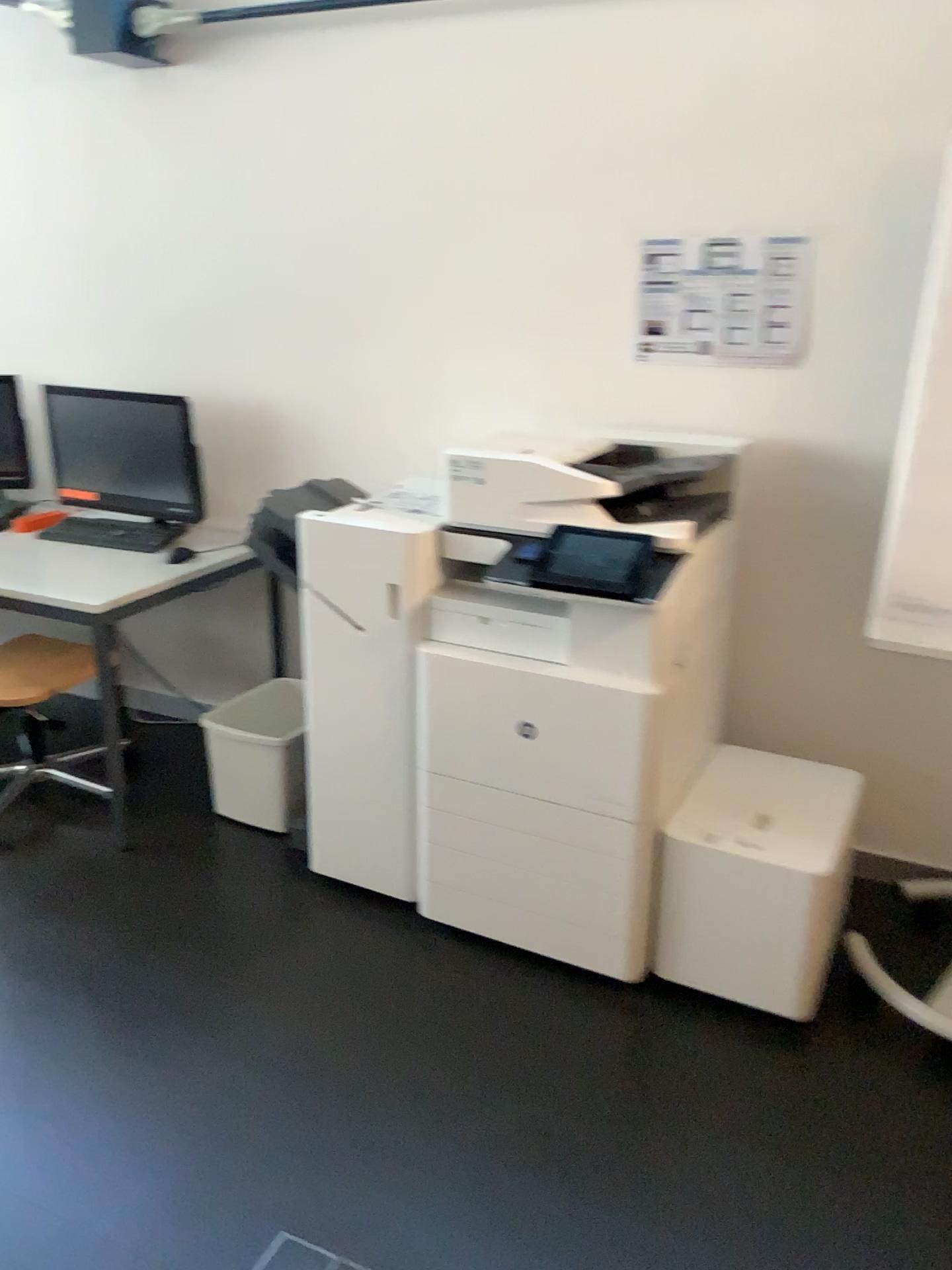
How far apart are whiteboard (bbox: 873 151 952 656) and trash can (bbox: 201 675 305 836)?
1.6 meters

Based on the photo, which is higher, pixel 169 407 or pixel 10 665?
pixel 169 407

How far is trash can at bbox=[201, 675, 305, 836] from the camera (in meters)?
3.12

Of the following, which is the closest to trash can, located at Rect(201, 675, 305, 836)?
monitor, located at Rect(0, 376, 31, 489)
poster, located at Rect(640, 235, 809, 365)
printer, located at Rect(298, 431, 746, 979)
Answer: printer, located at Rect(298, 431, 746, 979)

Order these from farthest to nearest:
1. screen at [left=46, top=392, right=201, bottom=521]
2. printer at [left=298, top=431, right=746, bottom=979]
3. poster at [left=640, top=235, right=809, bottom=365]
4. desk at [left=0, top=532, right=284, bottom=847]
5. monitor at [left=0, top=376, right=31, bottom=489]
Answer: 1. monitor at [left=0, top=376, right=31, bottom=489]
2. screen at [left=46, top=392, right=201, bottom=521]
3. desk at [left=0, top=532, right=284, bottom=847]
4. poster at [left=640, top=235, right=809, bottom=365]
5. printer at [left=298, top=431, right=746, bottom=979]

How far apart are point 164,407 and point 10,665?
0.92m

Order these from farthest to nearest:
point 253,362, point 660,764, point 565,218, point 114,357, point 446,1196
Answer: point 114,357 < point 253,362 < point 565,218 < point 660,764 < point 446,1196

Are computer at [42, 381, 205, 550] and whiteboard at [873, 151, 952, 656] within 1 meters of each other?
no

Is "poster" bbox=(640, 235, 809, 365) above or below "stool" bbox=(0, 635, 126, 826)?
above

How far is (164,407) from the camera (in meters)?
3.31
